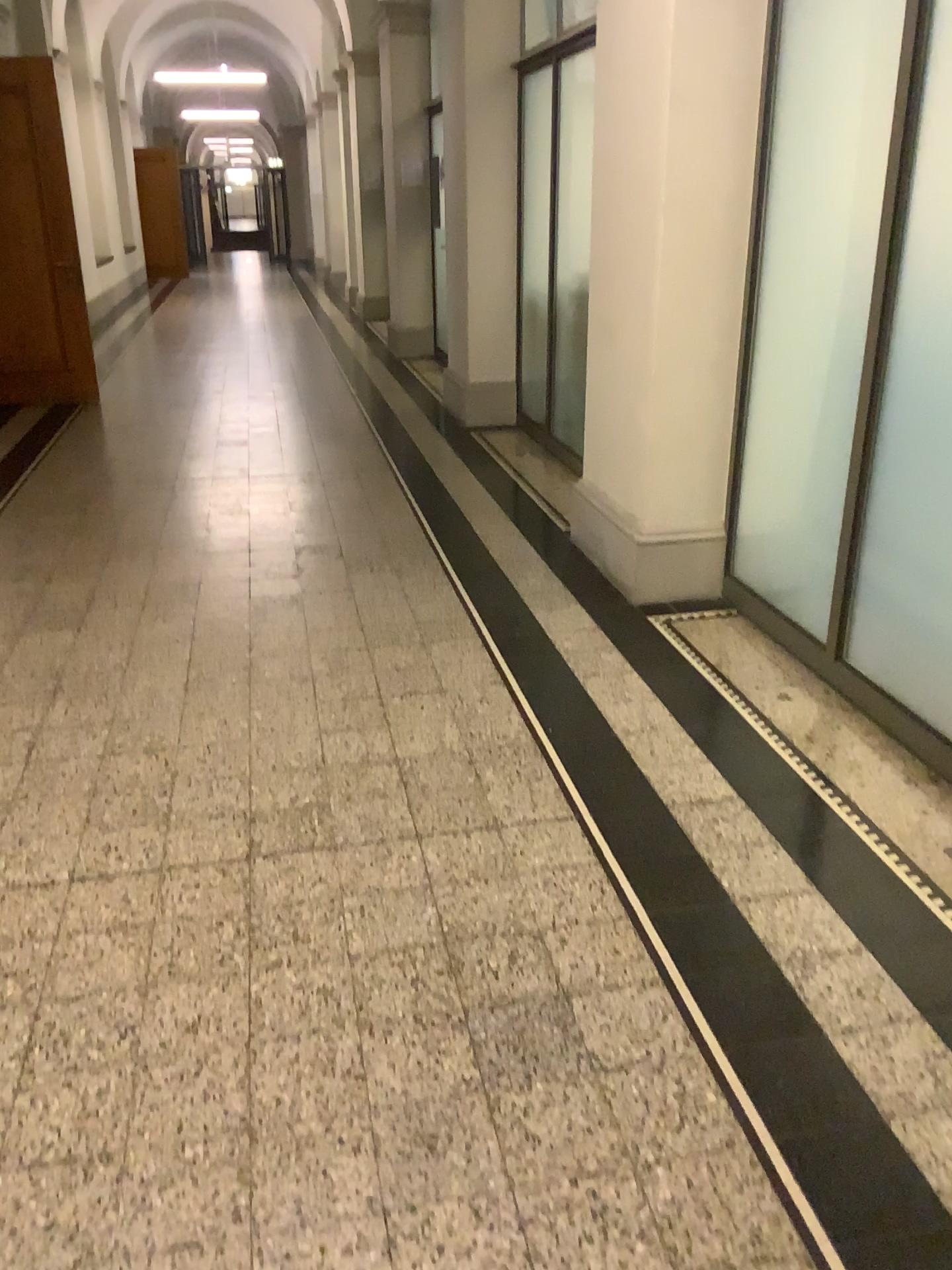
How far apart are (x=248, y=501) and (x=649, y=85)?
2.8m
